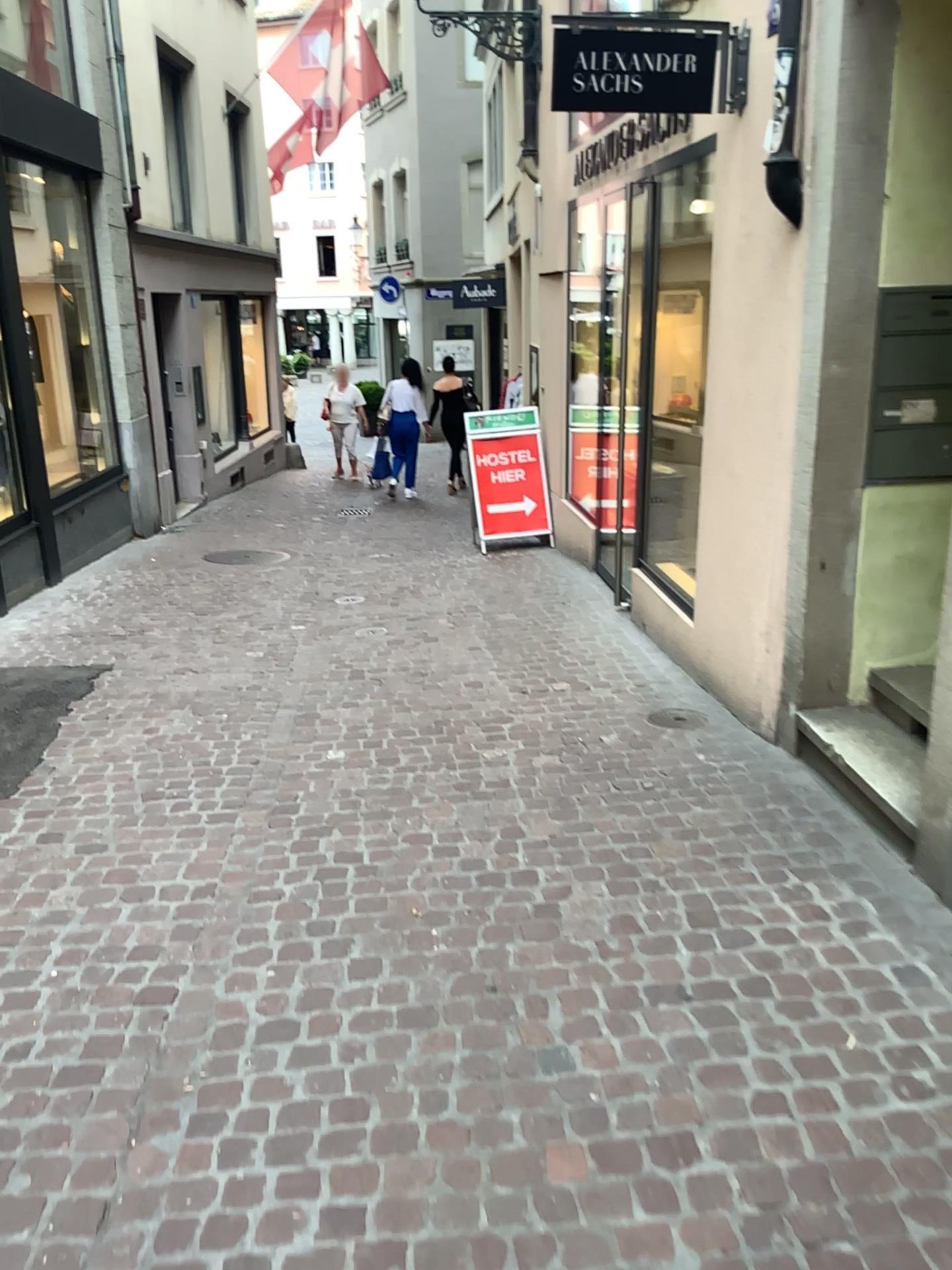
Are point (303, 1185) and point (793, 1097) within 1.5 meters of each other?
yes
